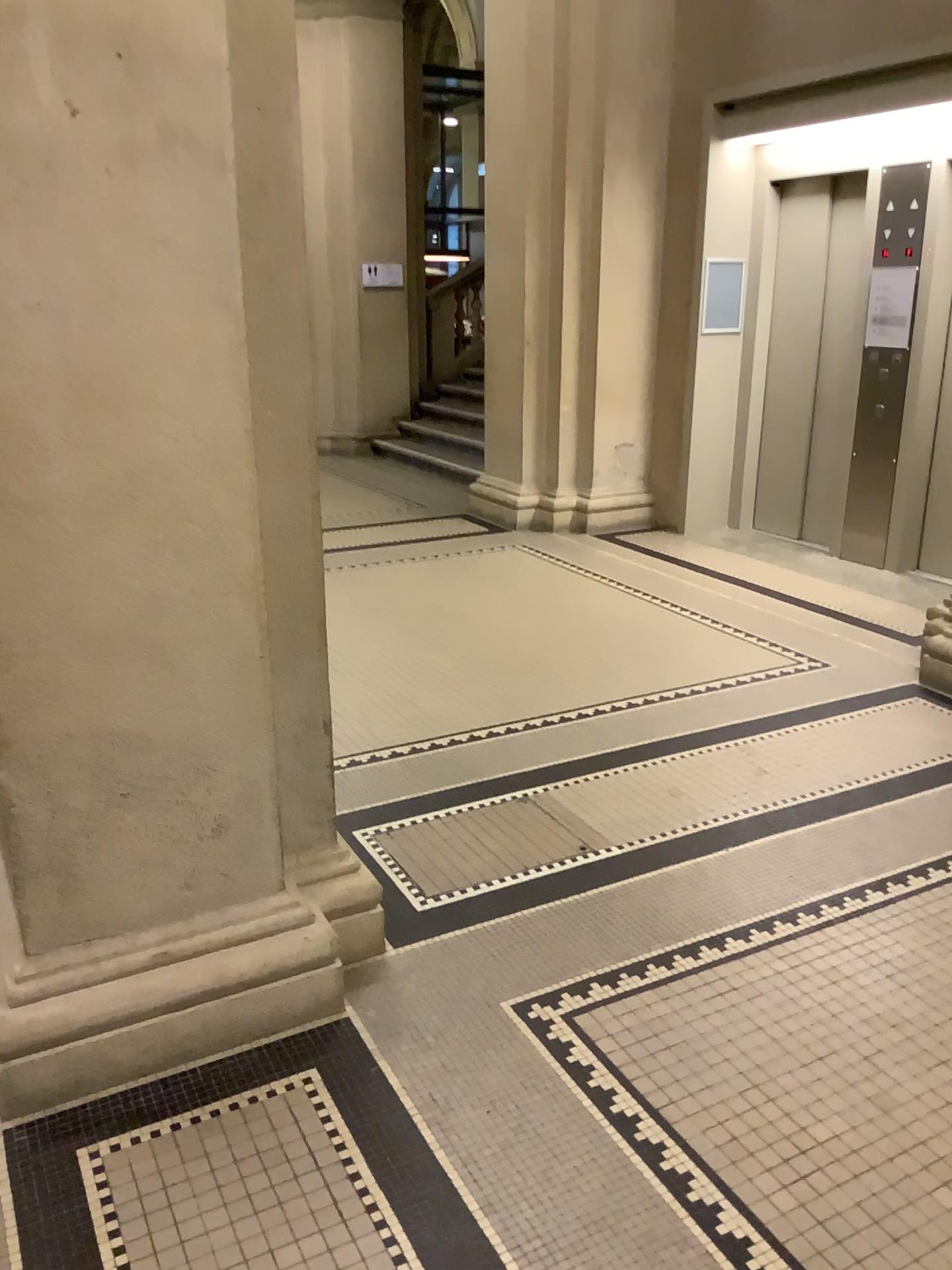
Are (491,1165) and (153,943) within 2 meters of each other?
yes
